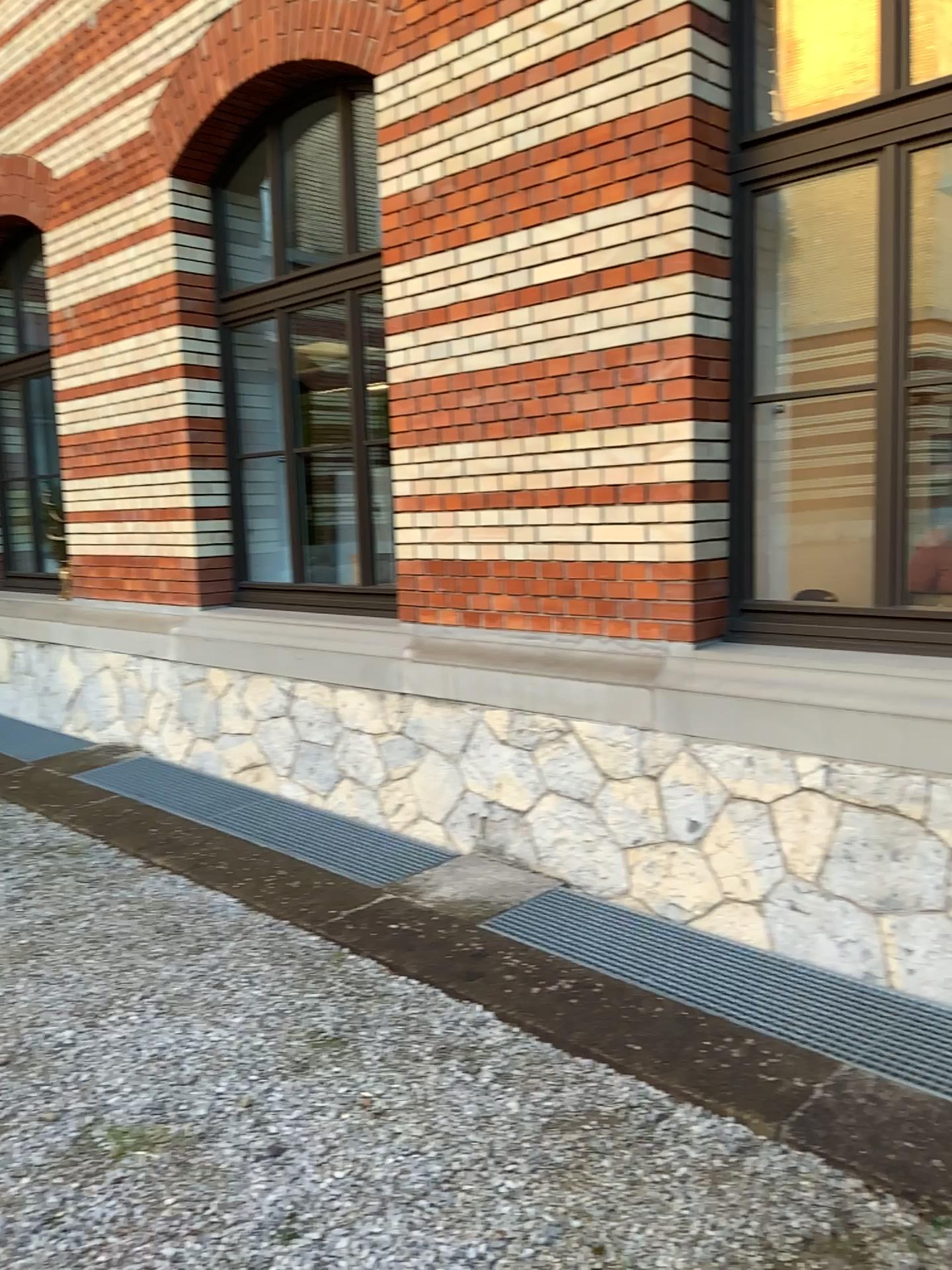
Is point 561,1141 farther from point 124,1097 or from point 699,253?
point 699,253
